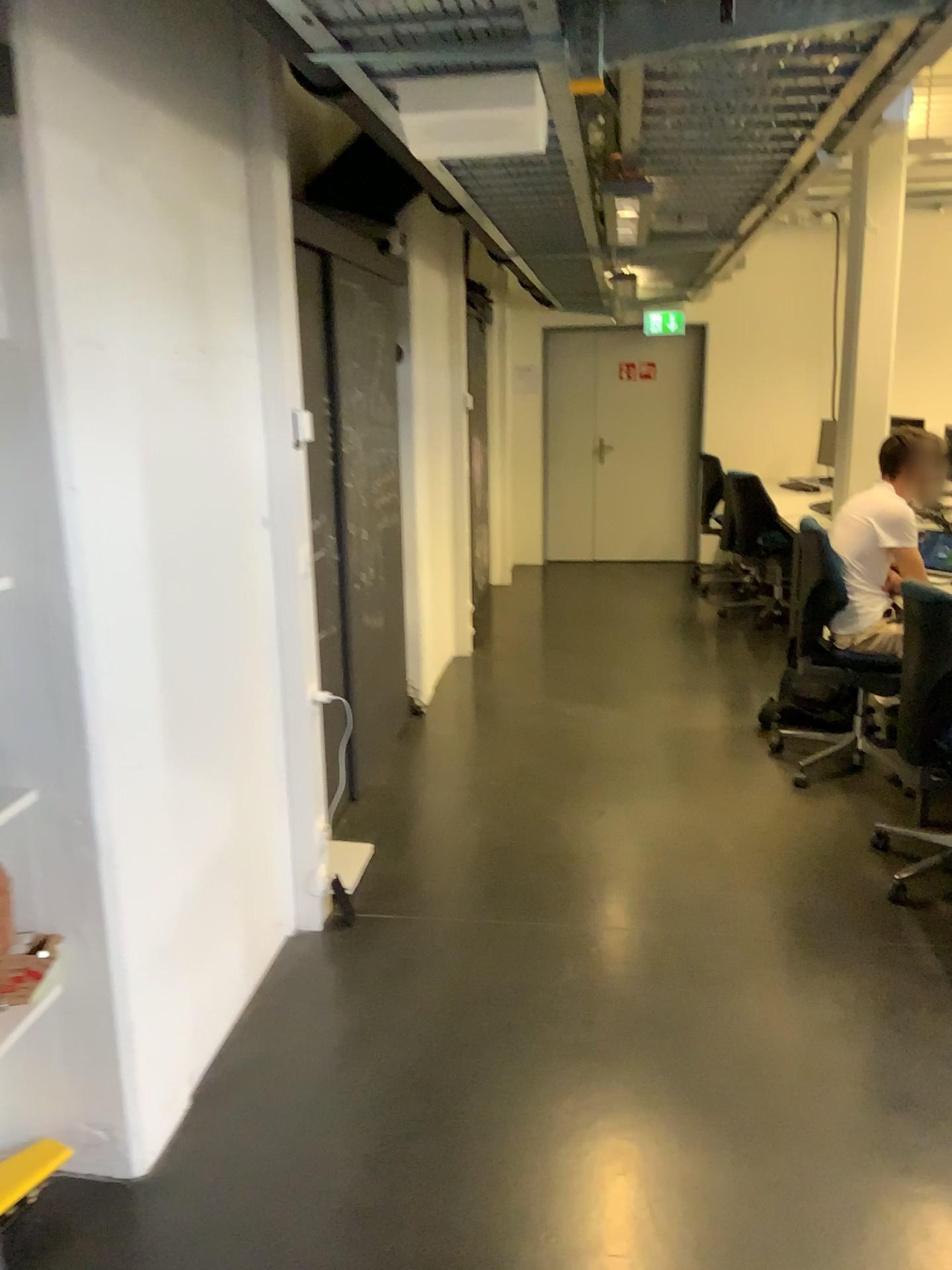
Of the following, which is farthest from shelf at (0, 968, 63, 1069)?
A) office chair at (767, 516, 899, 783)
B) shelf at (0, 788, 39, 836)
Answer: office chair at (767, 516, 899, 783)

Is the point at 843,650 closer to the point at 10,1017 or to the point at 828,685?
the point at 828,685

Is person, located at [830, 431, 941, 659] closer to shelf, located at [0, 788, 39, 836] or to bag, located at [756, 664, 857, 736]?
bag, located at [756, 664, 857, 736]

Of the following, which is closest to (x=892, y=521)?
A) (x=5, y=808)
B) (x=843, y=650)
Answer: (x=843, y=650)

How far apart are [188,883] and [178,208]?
1.5 meters

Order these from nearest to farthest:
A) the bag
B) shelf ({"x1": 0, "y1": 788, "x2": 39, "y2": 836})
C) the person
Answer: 1. shelf ({"x1": 0, "y1": 788, "x2": 39, "y2": 836})
2. the person
3. the bag

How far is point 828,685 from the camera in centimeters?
436cm

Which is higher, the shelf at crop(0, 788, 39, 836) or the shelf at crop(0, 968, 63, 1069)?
the shelf at crop(0, 788, 39, 836)

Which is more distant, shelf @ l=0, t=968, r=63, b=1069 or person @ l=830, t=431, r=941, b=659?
person @ l=830, t=431, r=941, b=659

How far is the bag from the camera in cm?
436
